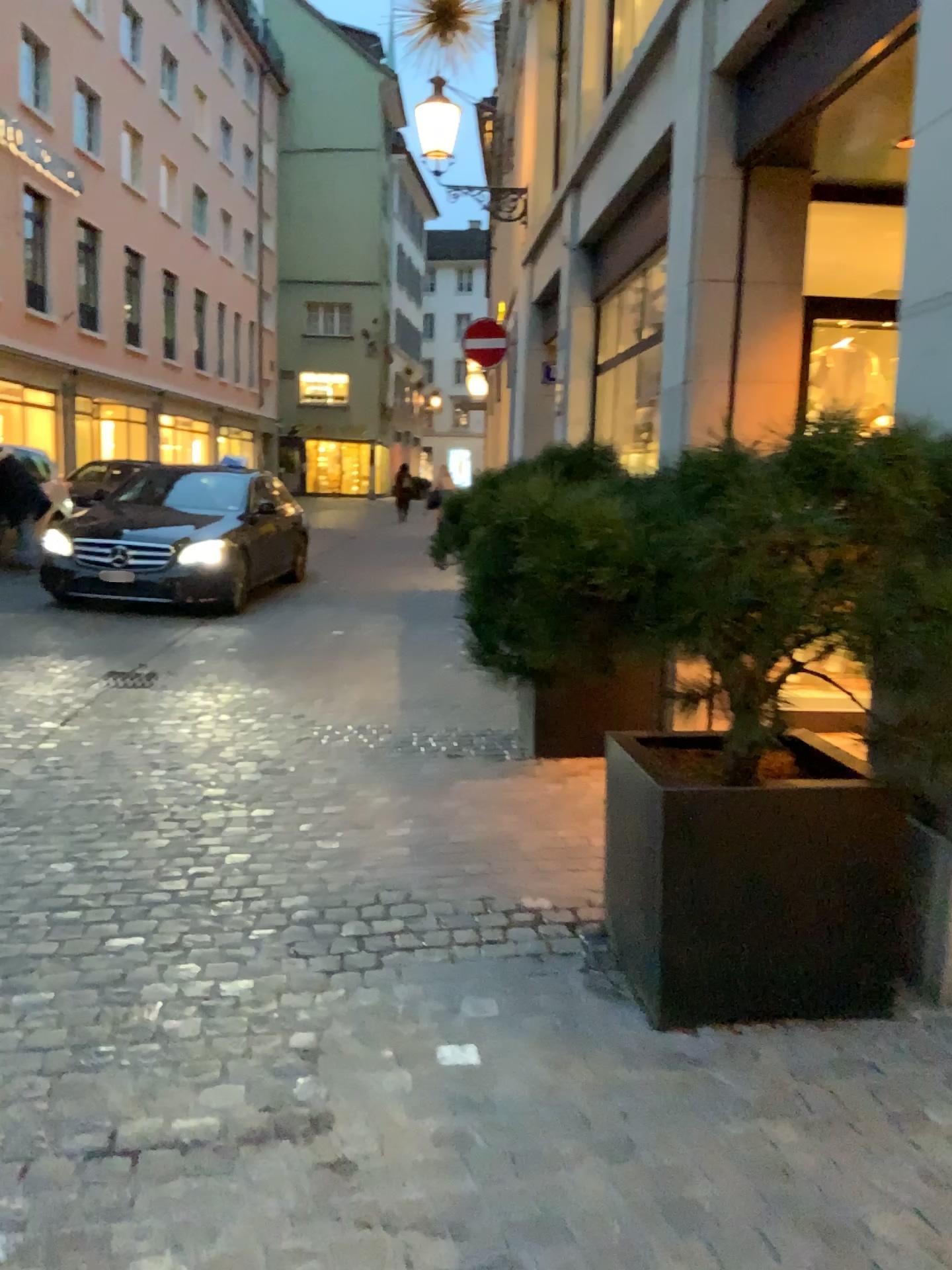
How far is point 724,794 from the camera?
2.5 meters

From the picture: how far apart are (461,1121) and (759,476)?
1.5m

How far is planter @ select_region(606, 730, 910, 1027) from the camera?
2.5 meters
